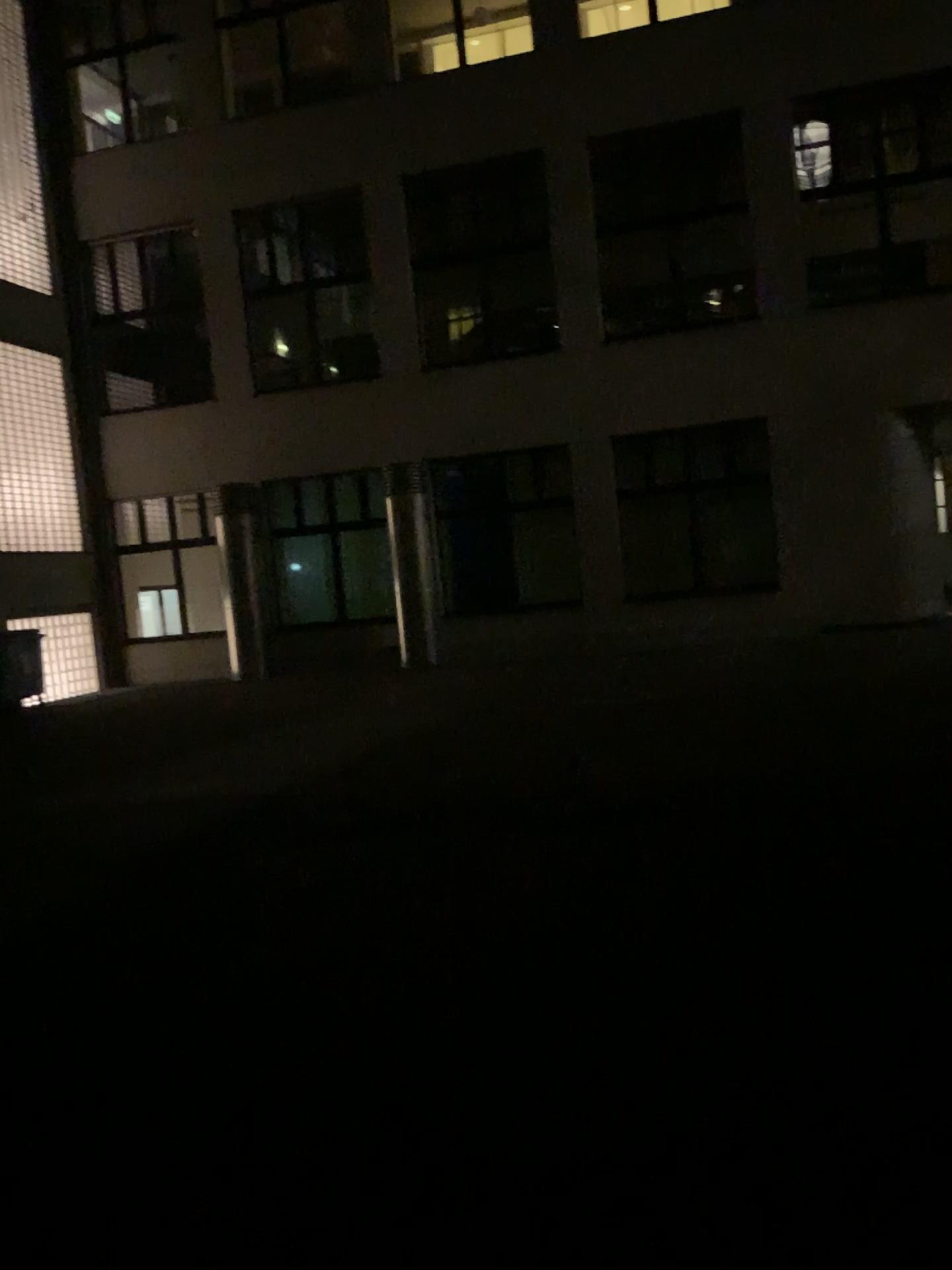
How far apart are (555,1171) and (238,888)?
3.0 meters
